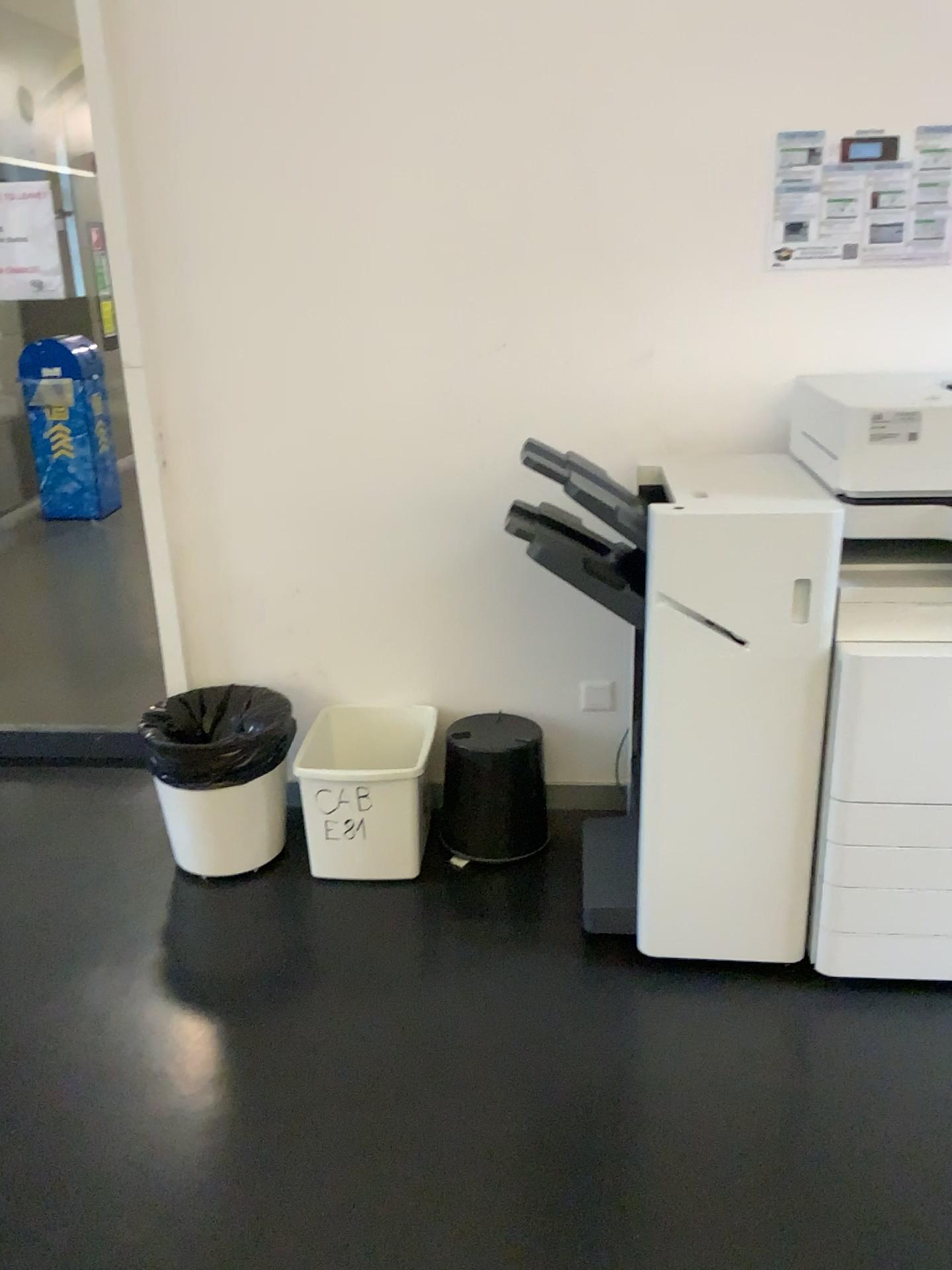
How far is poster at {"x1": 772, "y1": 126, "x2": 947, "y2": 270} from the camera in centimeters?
235cm

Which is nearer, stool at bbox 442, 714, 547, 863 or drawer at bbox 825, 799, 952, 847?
drawer at bbox 825, 799, 952, 847

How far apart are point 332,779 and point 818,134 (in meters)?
1.84

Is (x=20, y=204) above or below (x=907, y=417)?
above

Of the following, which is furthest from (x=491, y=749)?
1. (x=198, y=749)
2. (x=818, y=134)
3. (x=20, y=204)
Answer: (x=20, y=204)

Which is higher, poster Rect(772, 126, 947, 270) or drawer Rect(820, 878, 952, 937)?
poster Rect(772, 126, 947, 270)

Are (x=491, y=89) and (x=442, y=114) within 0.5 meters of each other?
yes

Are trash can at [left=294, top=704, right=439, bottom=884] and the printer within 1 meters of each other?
yes

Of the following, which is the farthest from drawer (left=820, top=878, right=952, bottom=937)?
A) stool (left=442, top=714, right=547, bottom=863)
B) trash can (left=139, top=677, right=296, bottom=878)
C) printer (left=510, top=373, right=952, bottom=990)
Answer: trash can (left=139, top=677, right=296, bottom=878)

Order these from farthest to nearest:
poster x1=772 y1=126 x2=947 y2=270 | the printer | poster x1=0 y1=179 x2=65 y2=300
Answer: poster x1=0 y1=179 x2=65 y2=300
poster x1=772 y1=126 x2=947 y2=270
the printer
